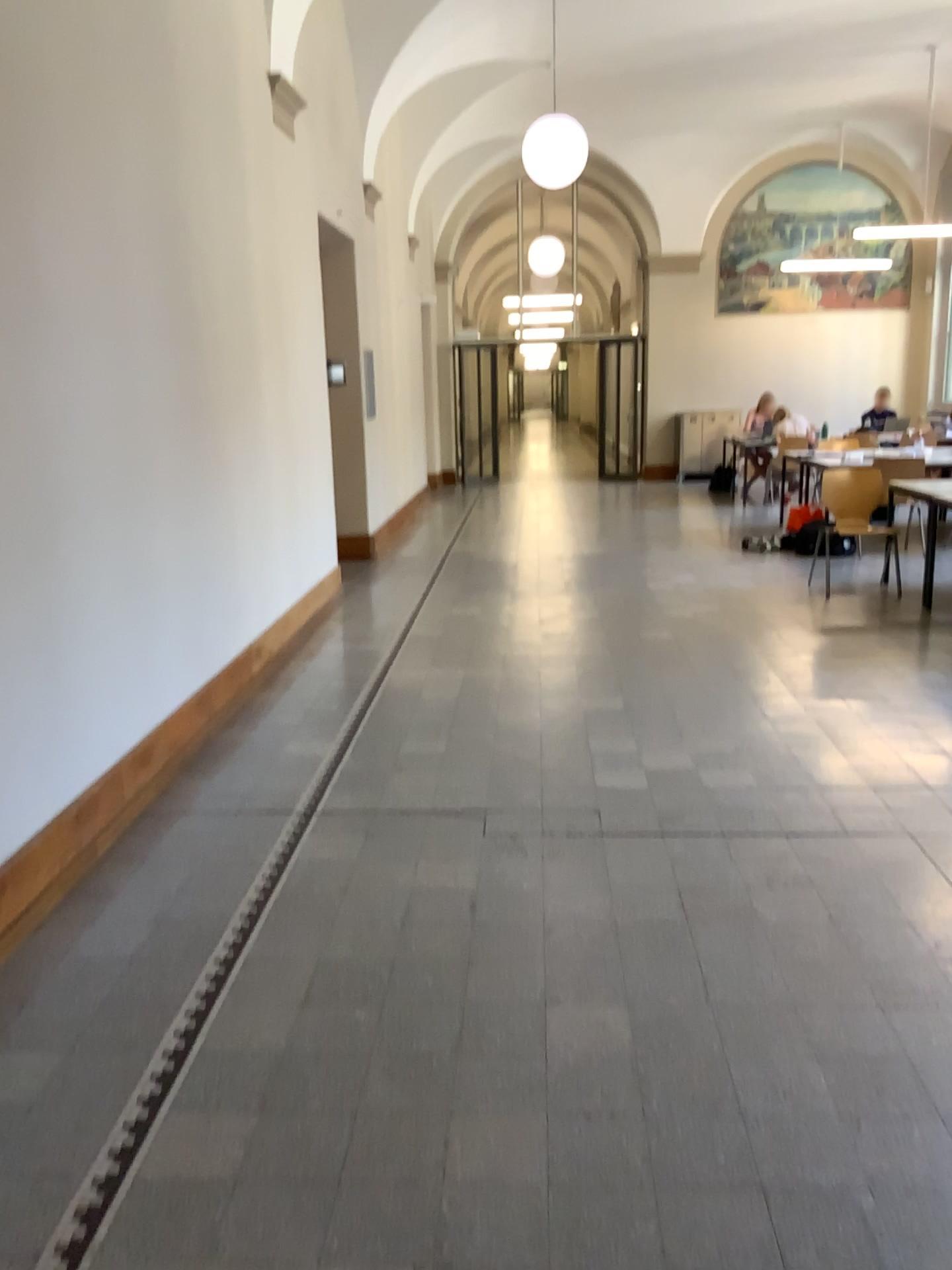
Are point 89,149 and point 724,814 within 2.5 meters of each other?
no
